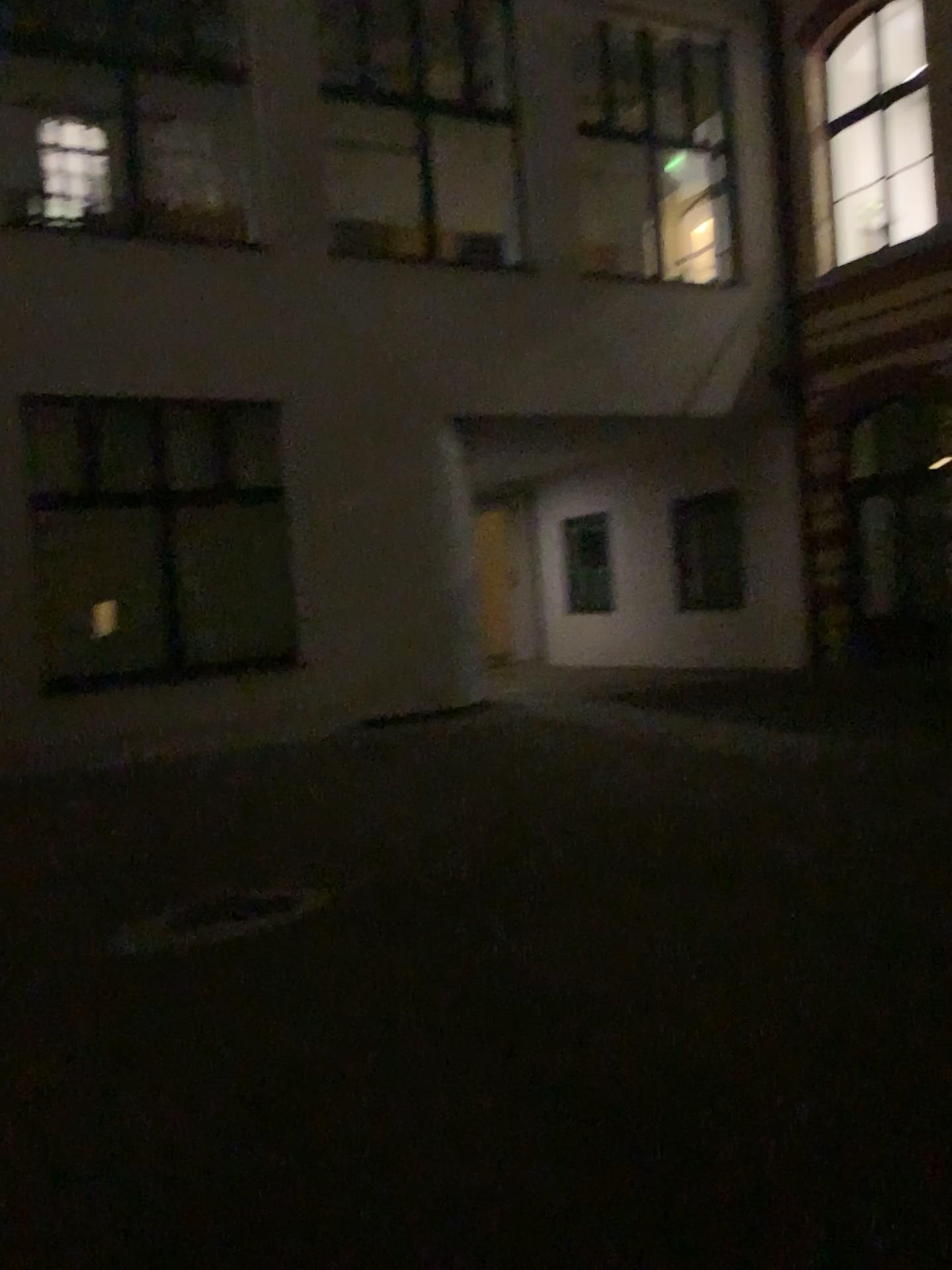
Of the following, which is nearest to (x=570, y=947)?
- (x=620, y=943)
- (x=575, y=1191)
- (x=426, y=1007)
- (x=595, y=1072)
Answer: (x=620, y=943)
